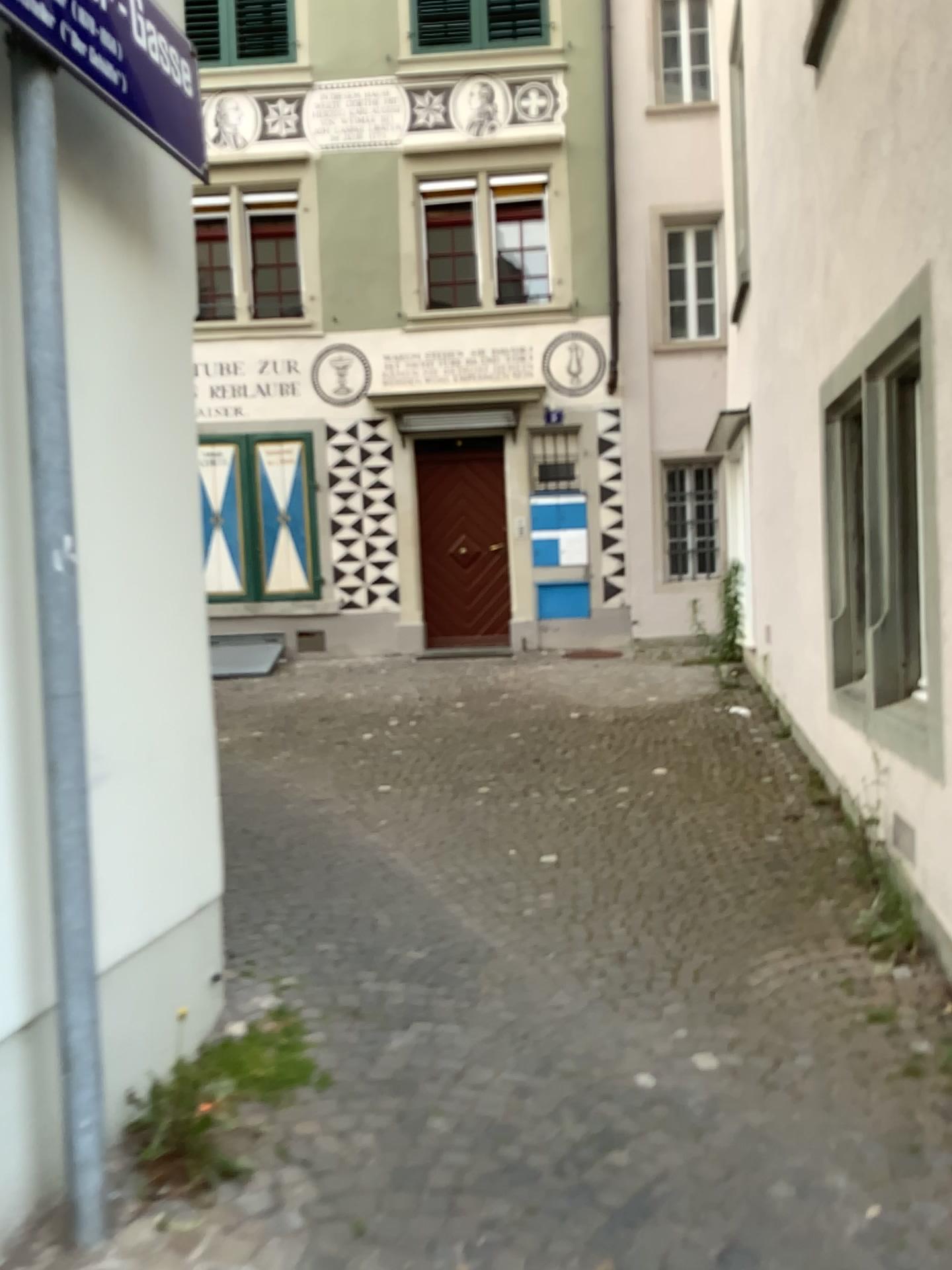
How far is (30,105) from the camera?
2.1 meters

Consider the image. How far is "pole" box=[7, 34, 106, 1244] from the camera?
2.1m

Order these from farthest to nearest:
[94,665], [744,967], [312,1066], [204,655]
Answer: [744,967]
[204,655]
[312,1066]
[94,665]
